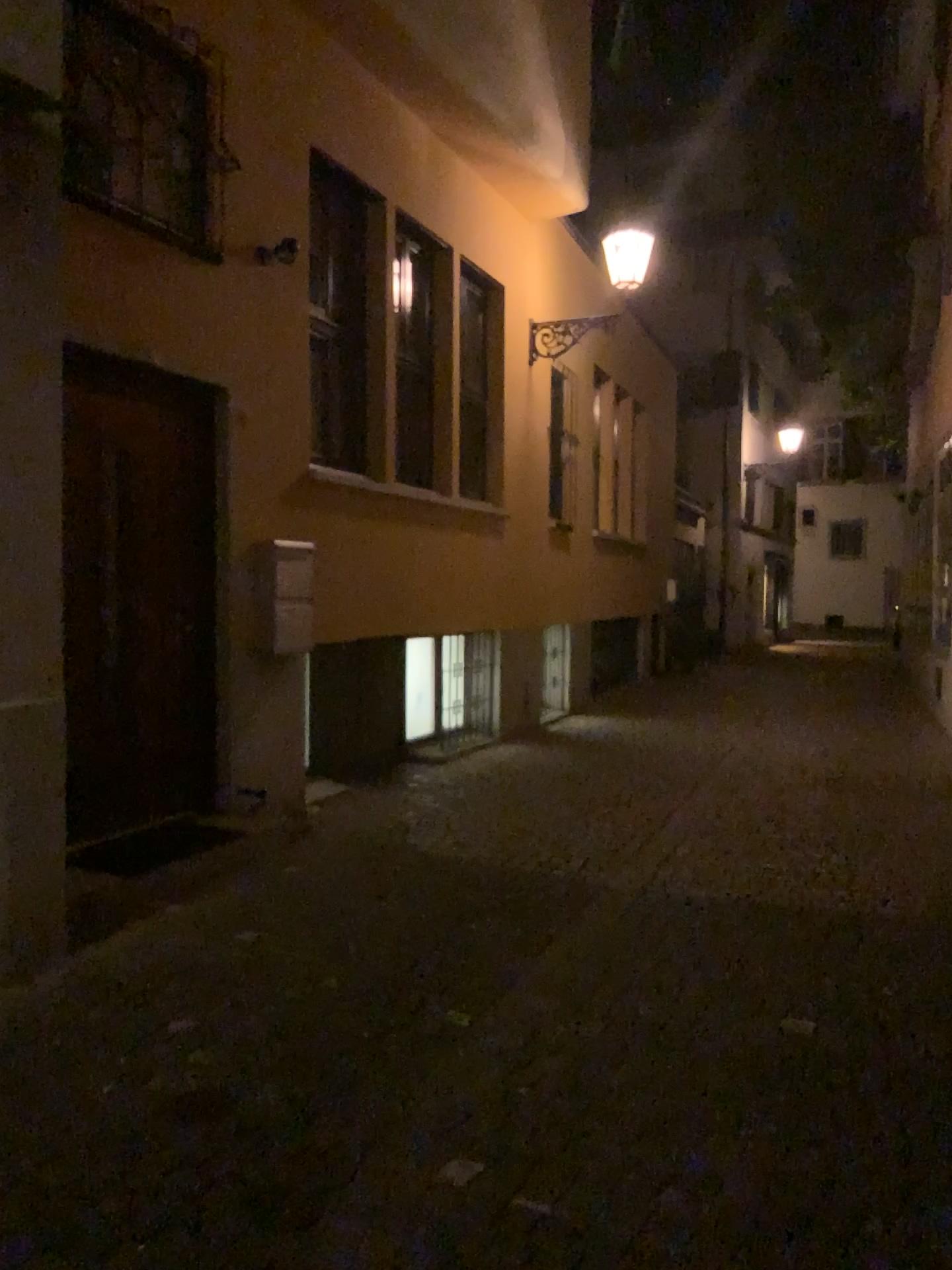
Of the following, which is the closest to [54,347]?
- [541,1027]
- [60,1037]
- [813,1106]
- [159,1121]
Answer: [60,1037]
